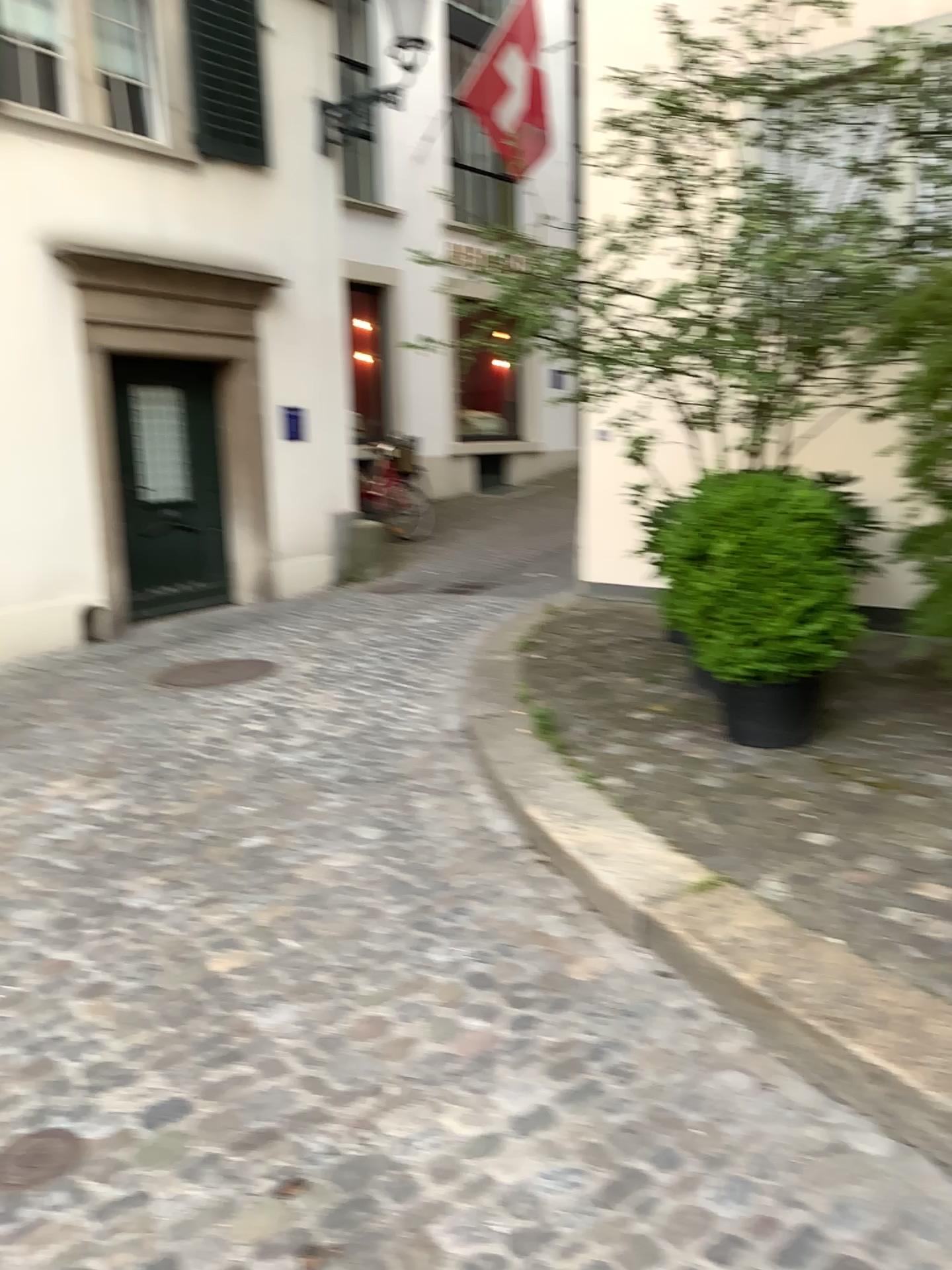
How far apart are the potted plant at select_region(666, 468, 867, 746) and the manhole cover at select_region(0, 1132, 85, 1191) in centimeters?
274cm

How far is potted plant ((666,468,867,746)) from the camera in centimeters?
397cm

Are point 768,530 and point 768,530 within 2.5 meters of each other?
yes

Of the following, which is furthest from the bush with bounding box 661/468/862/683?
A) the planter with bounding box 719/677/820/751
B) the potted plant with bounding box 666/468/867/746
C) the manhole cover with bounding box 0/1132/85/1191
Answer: the manhole cover with bounding box 0/1132/85/1191

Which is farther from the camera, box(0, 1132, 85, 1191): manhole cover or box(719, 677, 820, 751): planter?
box(719, 677, 820, 751): planter

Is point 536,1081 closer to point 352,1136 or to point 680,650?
point 352,1136

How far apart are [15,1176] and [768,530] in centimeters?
311cm

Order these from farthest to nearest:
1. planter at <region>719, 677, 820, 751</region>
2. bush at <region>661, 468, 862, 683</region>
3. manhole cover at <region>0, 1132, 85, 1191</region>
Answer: planter at <region>719, 677, 820, 751</region>, bush at <region>661, 468, 862, 683</region>, manhole cover at <region>0, 1132, 85, 1191</region>

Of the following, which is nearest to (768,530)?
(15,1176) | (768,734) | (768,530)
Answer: (768,530)

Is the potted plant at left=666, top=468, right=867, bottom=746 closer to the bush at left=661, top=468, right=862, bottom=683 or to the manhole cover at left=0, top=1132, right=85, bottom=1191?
the bush at left=661, top=468, right=862, bottom=683
